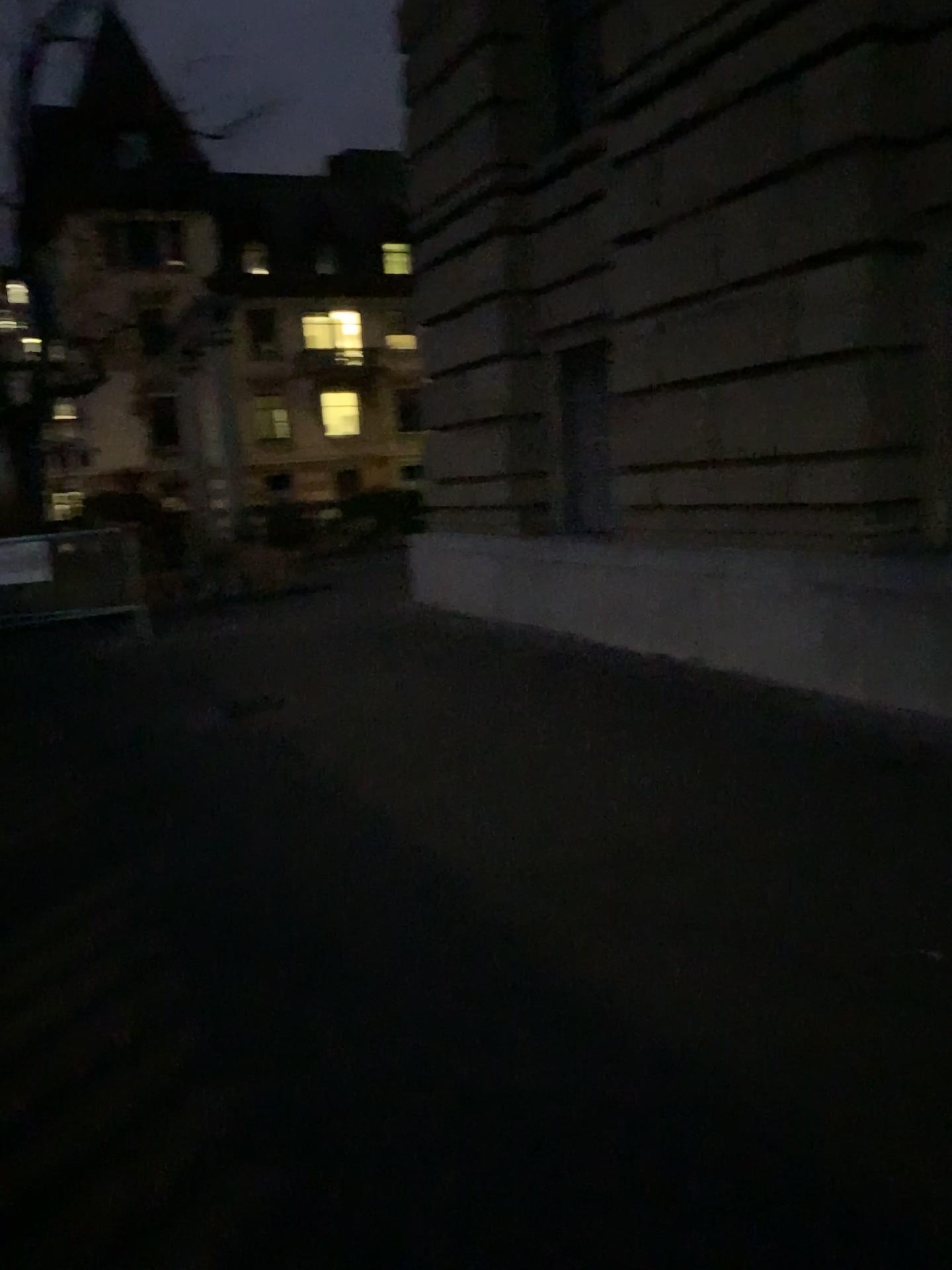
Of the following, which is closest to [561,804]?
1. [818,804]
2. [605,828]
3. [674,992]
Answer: [605,828]
